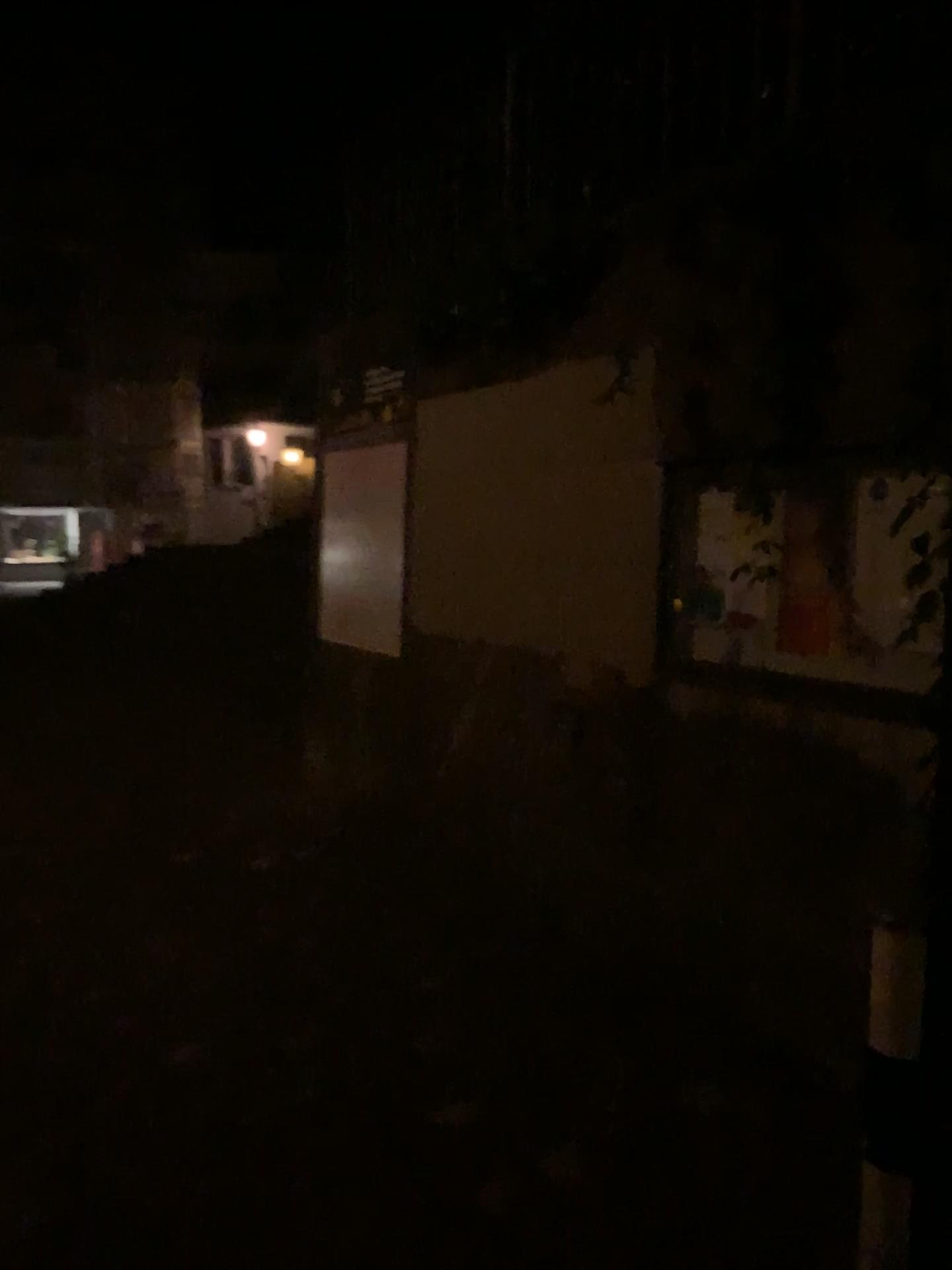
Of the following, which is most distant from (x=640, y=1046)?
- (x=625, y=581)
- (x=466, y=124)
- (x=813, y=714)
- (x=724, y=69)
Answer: (x=466, y=124)
